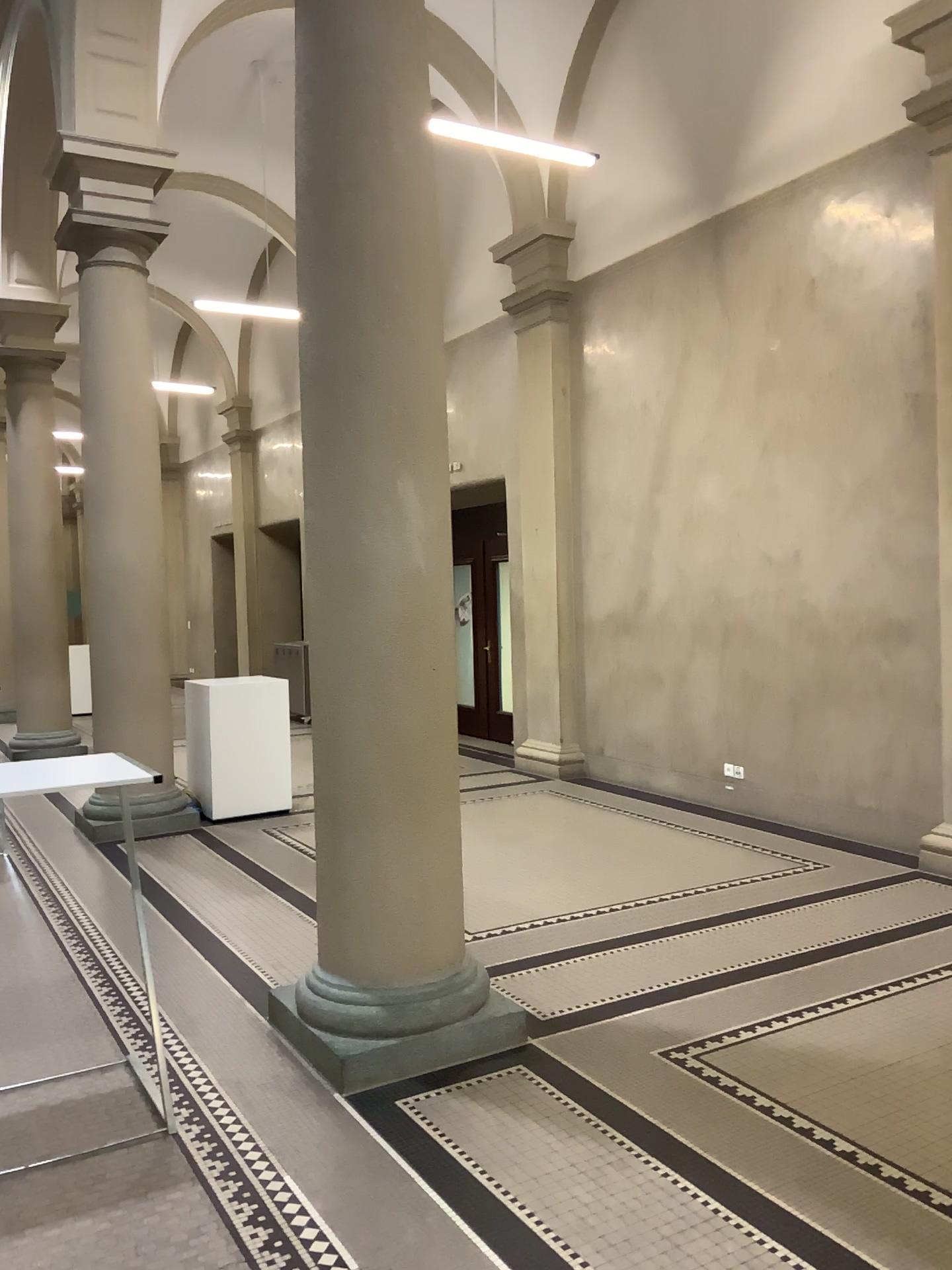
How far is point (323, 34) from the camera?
3.6m

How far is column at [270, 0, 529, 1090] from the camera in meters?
3.6 m

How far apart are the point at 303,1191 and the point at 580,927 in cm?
229
